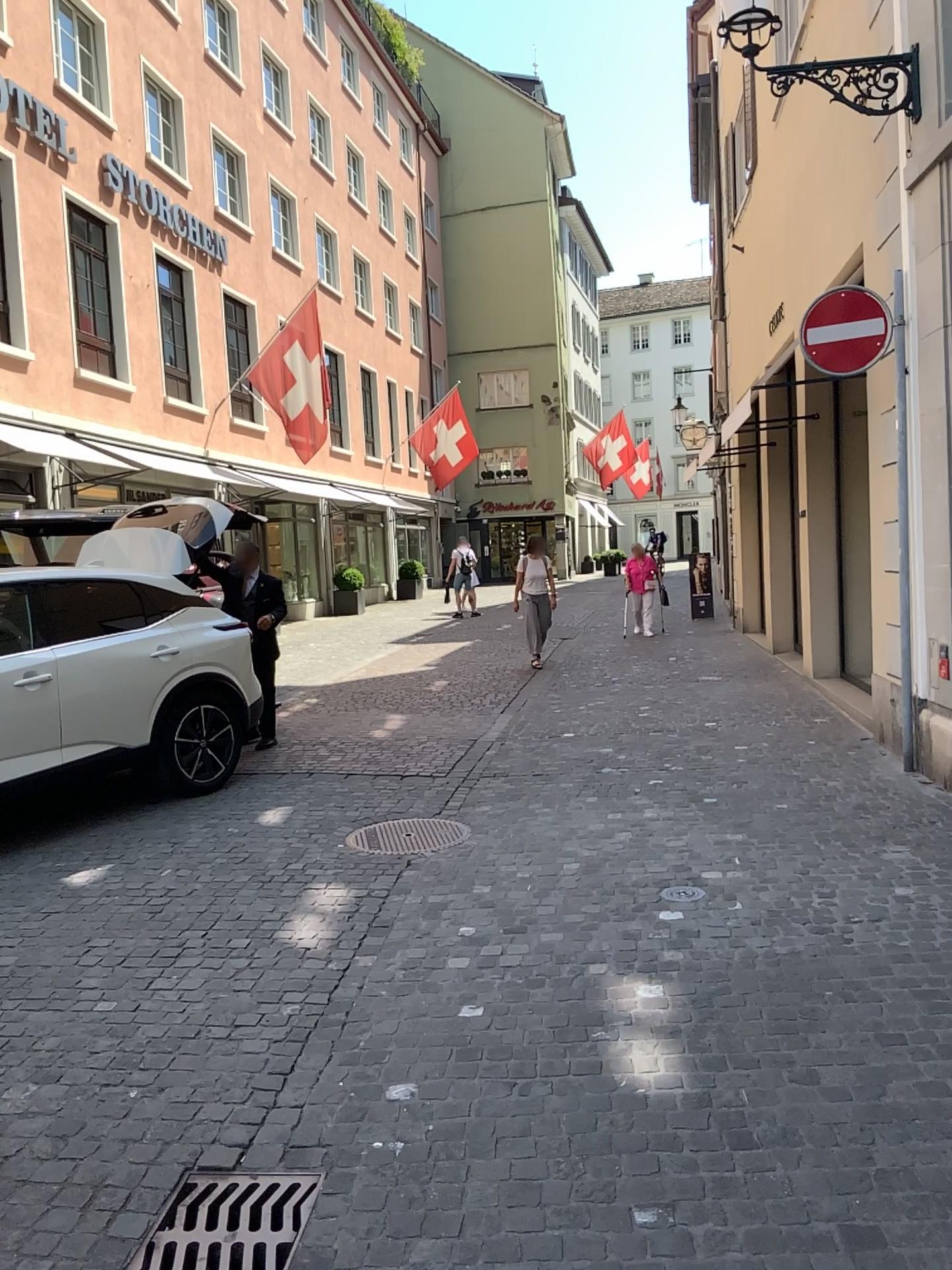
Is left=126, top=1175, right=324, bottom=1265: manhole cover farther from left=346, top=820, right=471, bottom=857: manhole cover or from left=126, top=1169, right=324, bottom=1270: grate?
left=346, top=820, right=471, bottom=857: manhole cover

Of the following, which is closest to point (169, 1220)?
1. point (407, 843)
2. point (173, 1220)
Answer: point (173, 1220)

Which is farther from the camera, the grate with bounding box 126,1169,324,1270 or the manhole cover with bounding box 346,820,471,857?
the manhole cover with bounding box 346,820,471,857

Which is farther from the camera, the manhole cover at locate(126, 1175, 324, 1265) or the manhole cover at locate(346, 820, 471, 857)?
the manhole cover at locate(346, 820, 471, 857)

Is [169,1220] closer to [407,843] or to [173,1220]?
[173,1220]

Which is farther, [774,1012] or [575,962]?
[575,962]

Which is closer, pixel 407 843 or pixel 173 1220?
pixel 173 1220

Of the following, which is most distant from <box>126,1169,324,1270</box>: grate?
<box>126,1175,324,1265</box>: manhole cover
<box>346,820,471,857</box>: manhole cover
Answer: <box>346,820,471,857</box>: manhole cover
